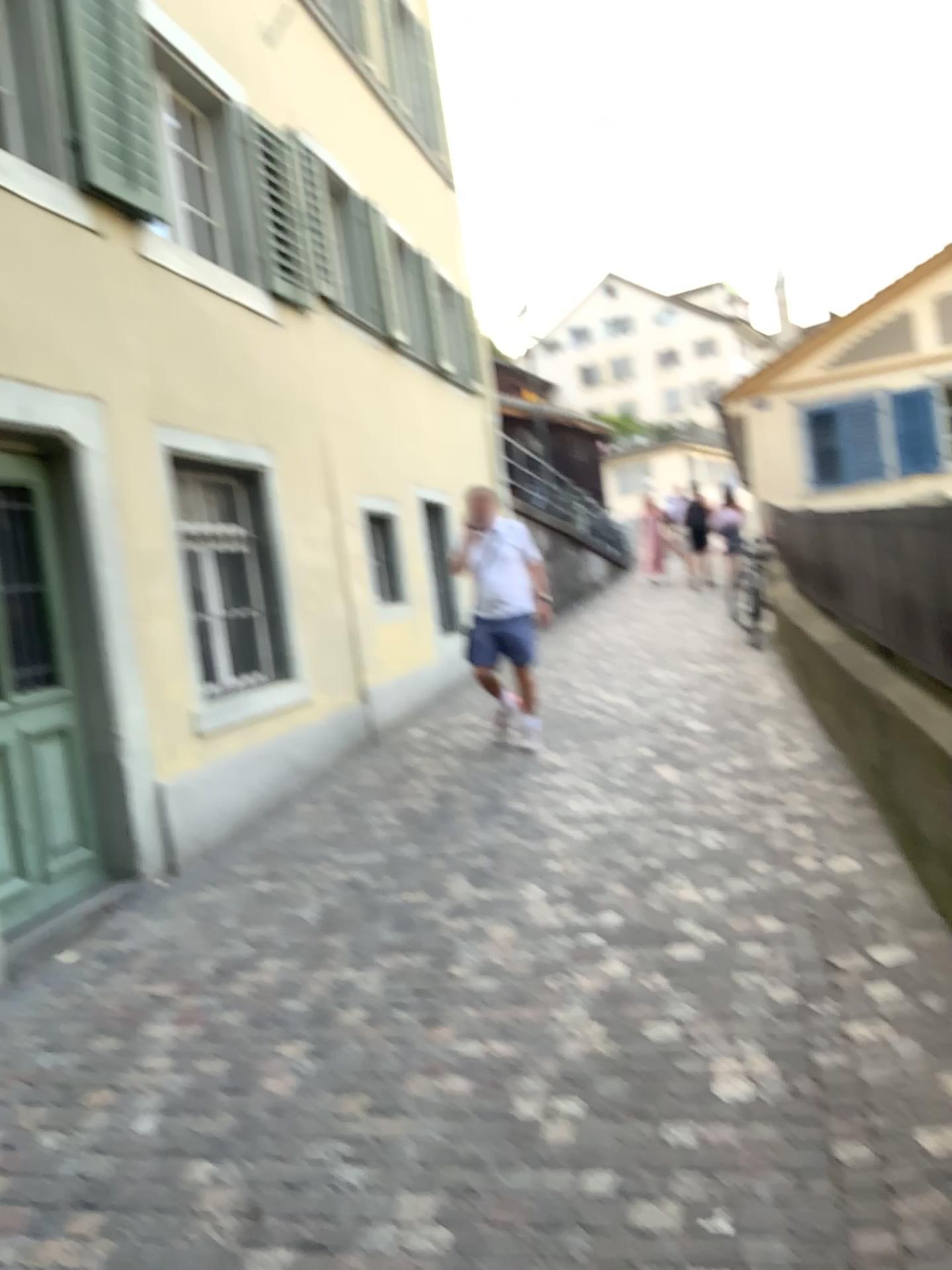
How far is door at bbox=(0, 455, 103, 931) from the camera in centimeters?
441cm

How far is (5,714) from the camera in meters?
4.4

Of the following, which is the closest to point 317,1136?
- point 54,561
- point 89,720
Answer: point 89,720
